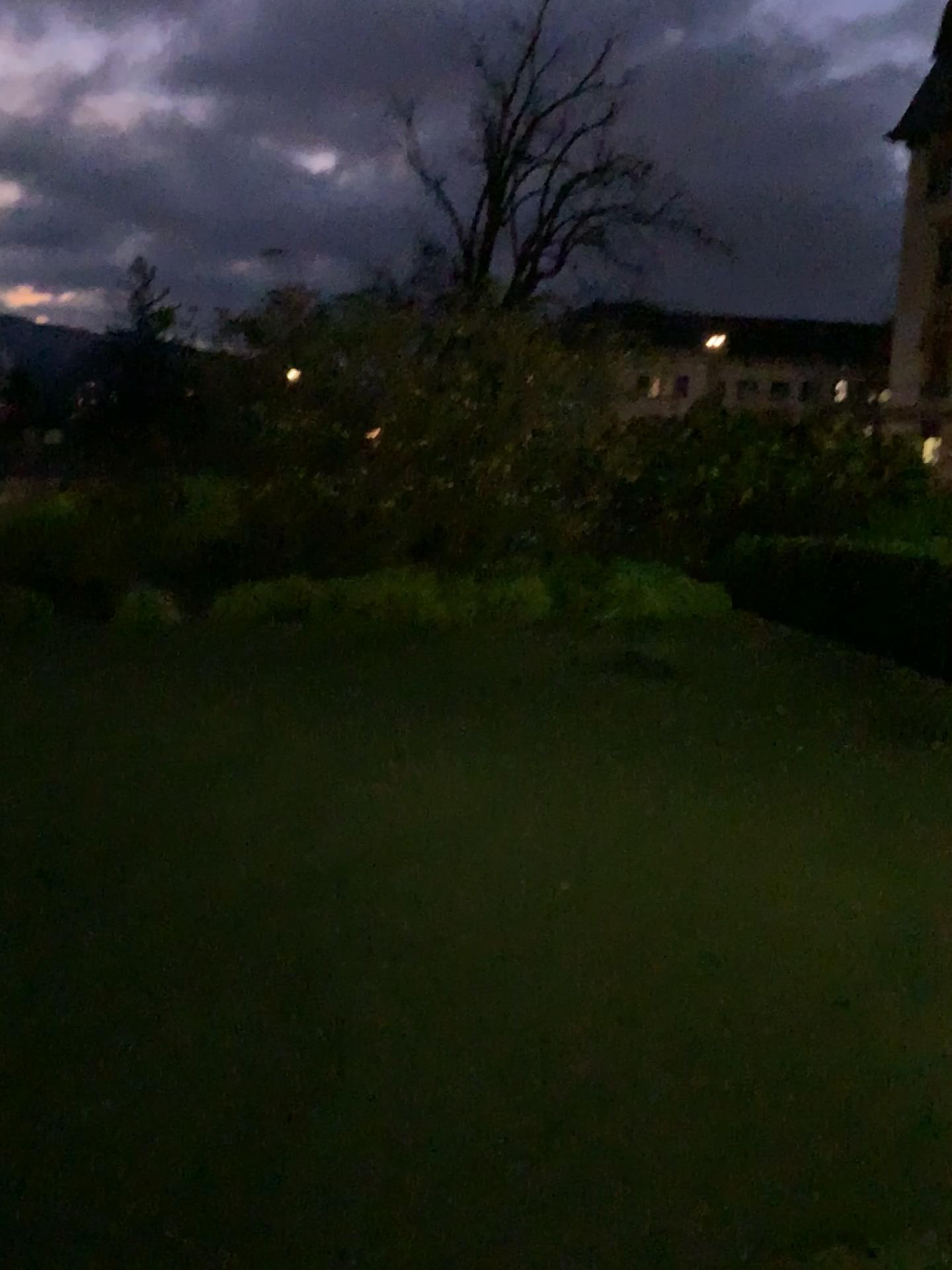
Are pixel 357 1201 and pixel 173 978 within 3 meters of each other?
yes
